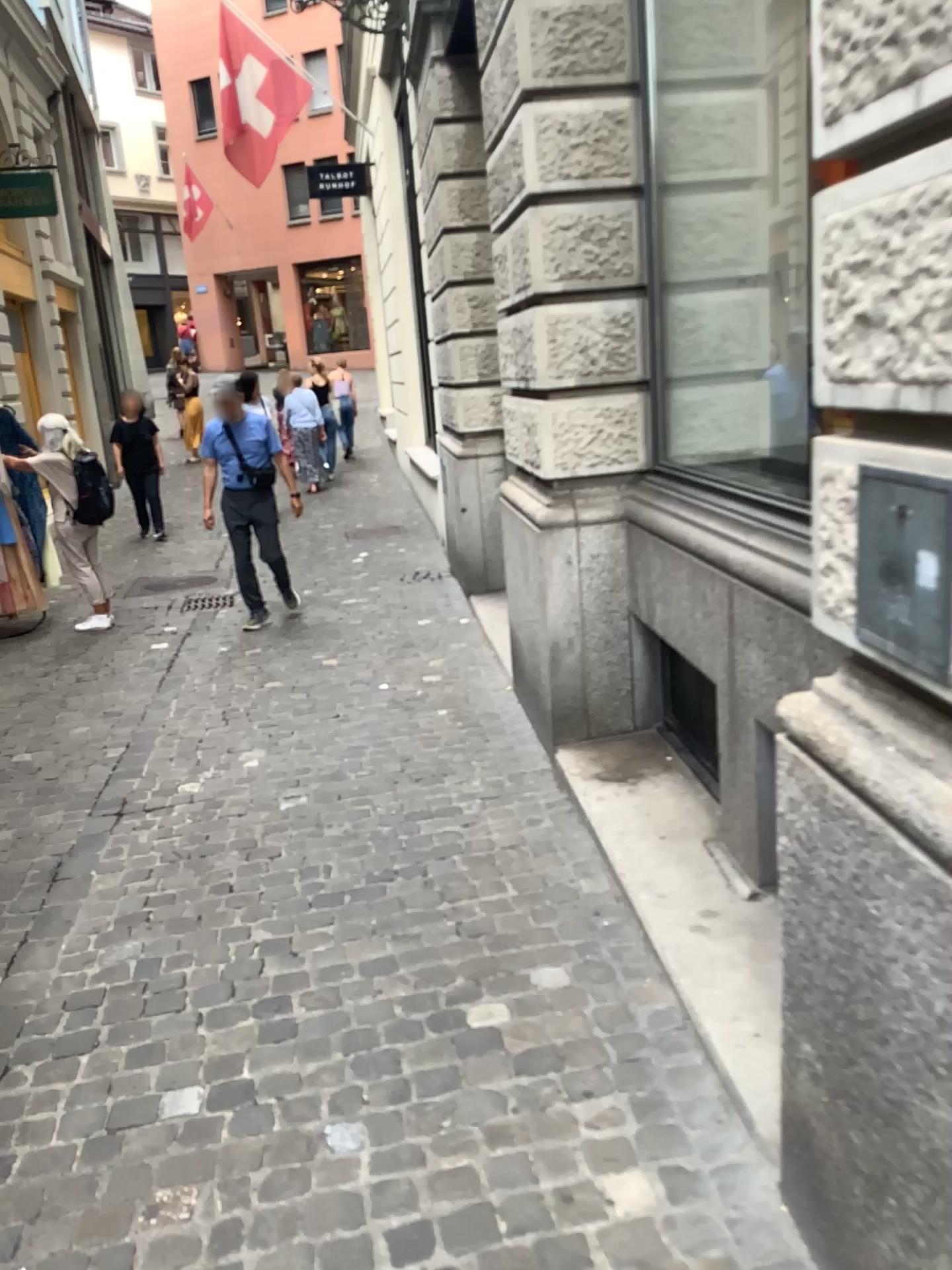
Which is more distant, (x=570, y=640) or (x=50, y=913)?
(x=570, y=640)
